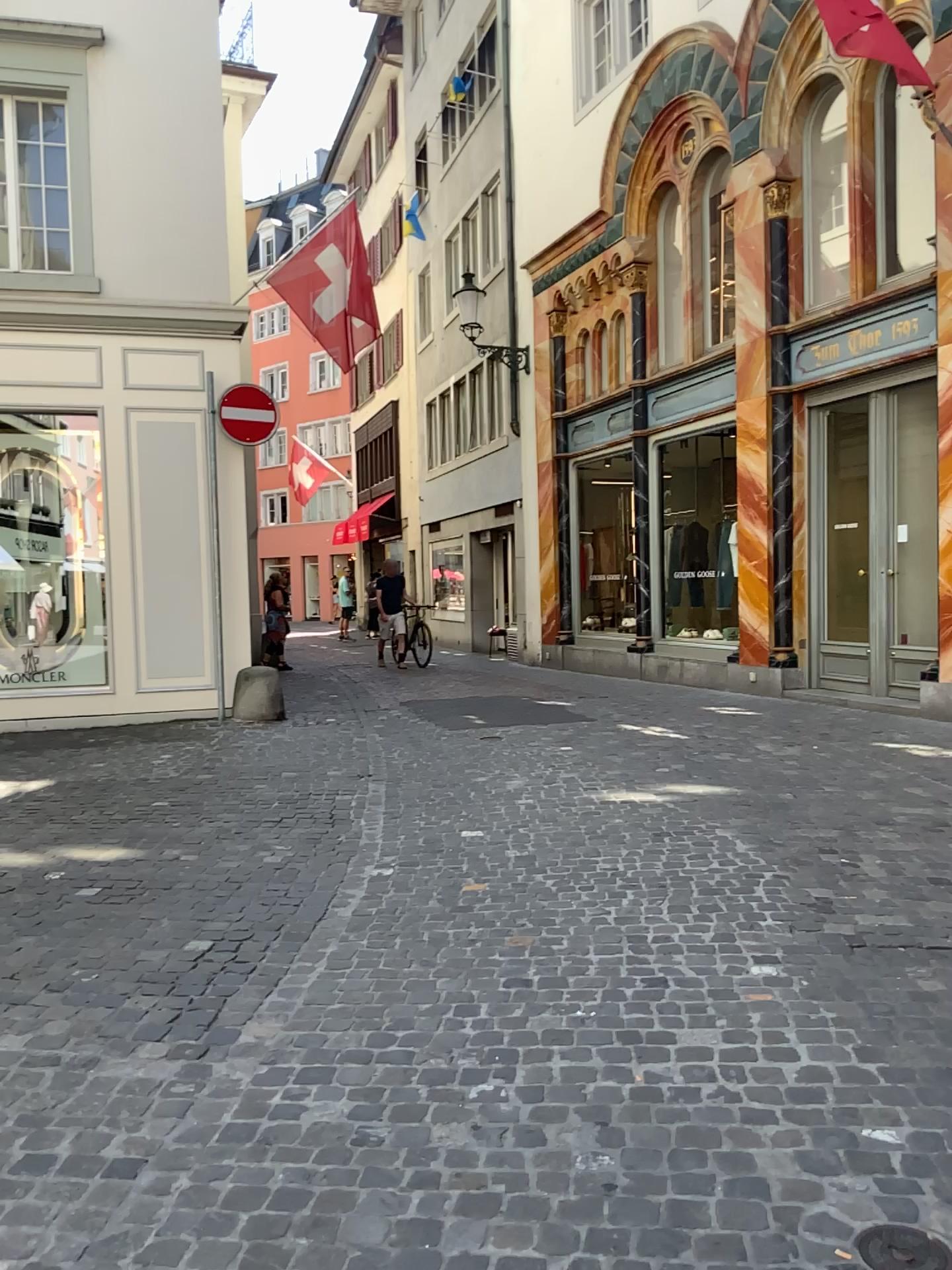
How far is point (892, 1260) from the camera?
2.0 meters

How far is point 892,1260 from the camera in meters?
2.0 m

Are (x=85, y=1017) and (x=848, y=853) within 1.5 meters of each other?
no

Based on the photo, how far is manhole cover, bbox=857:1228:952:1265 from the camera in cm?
200

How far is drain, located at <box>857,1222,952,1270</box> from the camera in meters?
2.0 m
